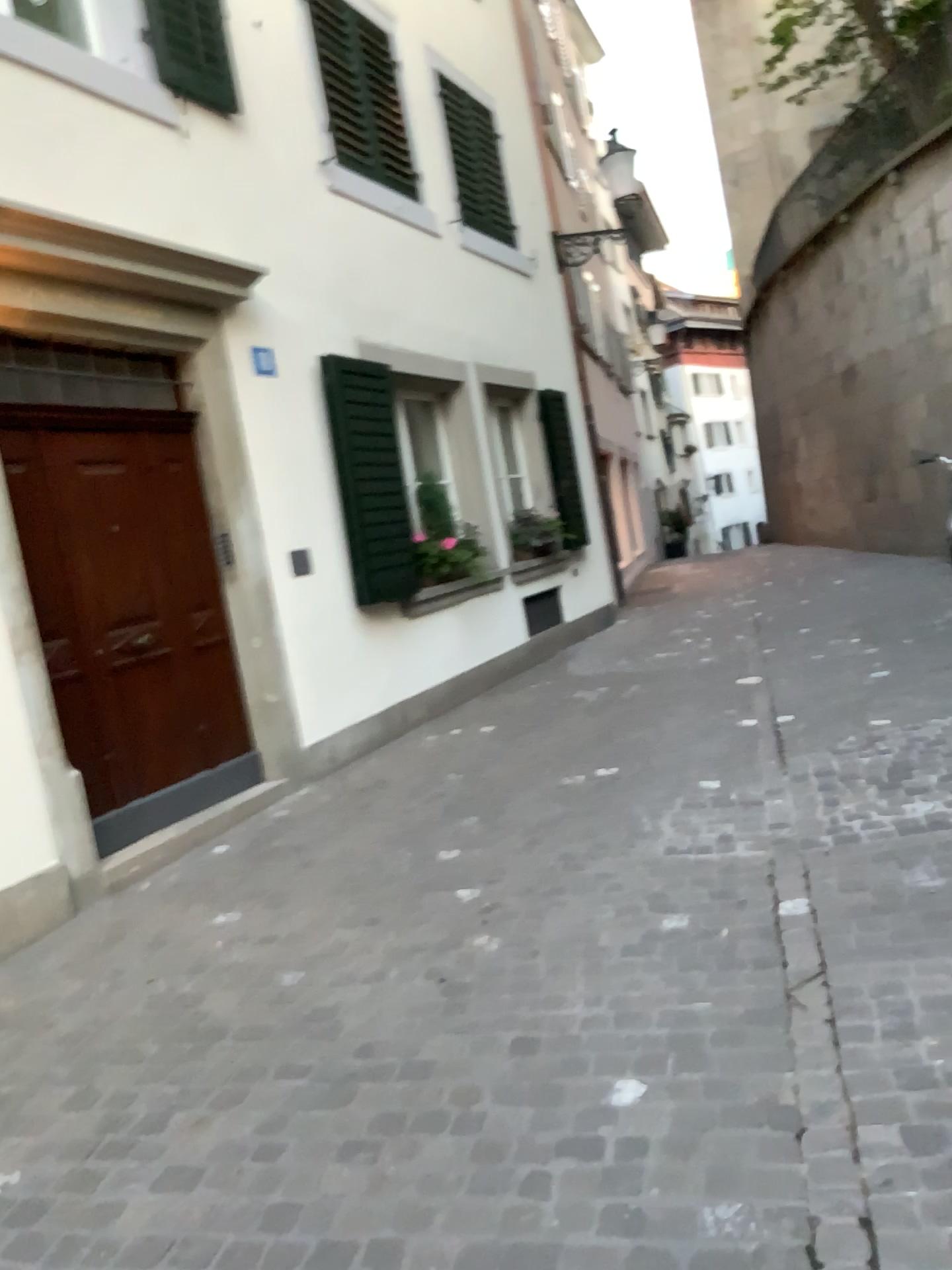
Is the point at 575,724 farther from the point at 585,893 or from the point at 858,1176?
the point at 858,1176
